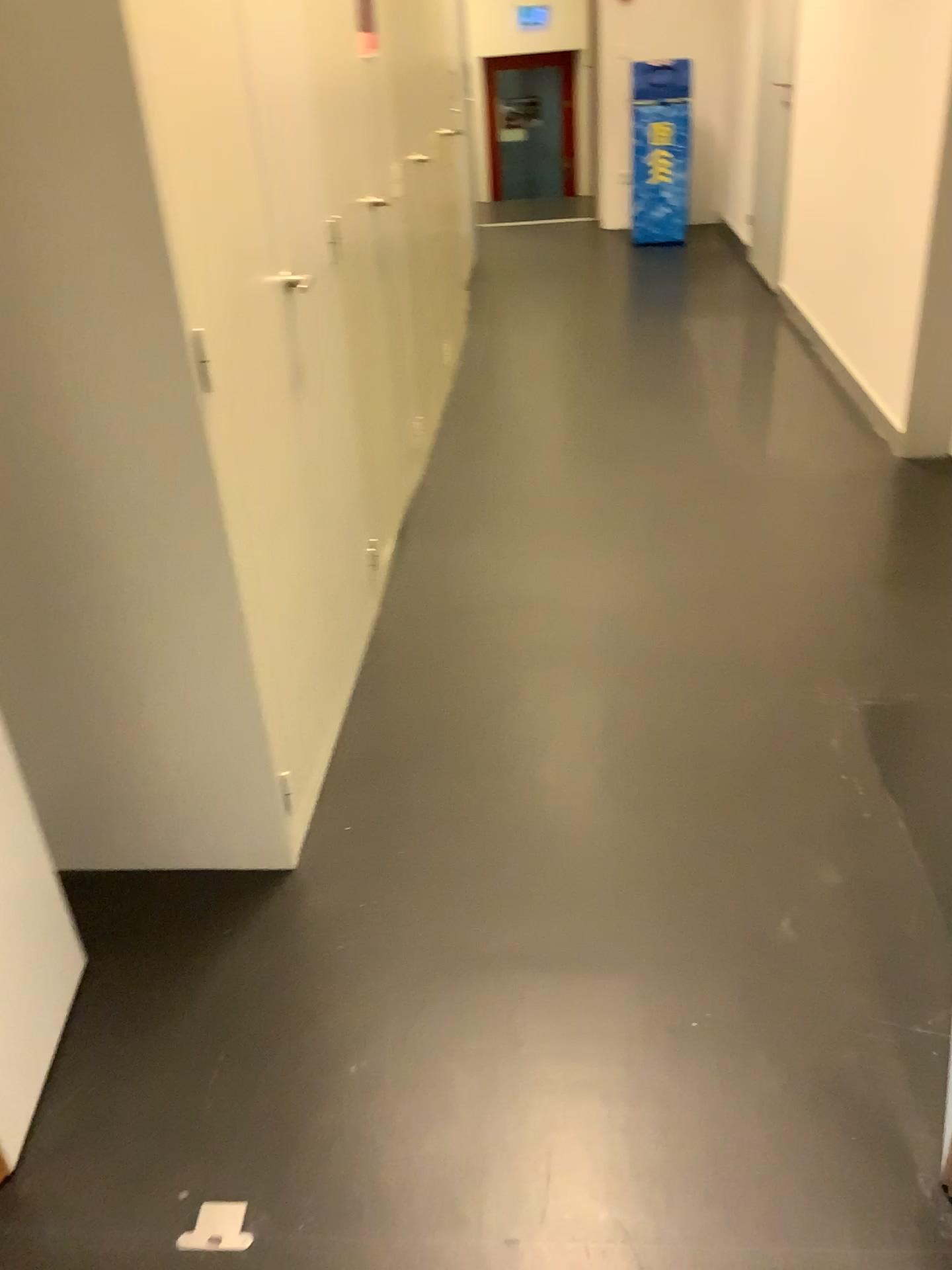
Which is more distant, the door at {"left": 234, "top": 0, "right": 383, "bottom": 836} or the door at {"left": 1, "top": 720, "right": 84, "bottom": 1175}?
the door at {"left": 234, "top": 0, "right": 383, "bottom": 836}

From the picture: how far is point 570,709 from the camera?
2.4 meters

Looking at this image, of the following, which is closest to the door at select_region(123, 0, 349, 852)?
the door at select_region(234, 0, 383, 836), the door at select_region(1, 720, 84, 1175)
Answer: the door at select_region(234, 0, 383, 836)

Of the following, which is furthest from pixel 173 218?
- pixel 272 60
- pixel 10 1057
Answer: pixel 10 1057

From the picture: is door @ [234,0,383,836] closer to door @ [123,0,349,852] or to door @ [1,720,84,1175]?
door @ [123,0,349,852]

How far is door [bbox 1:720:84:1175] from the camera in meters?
1.5

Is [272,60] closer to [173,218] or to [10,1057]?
[173,218]

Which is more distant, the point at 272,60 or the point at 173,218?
the point at 272,60

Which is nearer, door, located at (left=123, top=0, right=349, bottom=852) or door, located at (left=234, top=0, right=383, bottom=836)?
door, located at (left=123, top=0, right=349, bottom=852)
